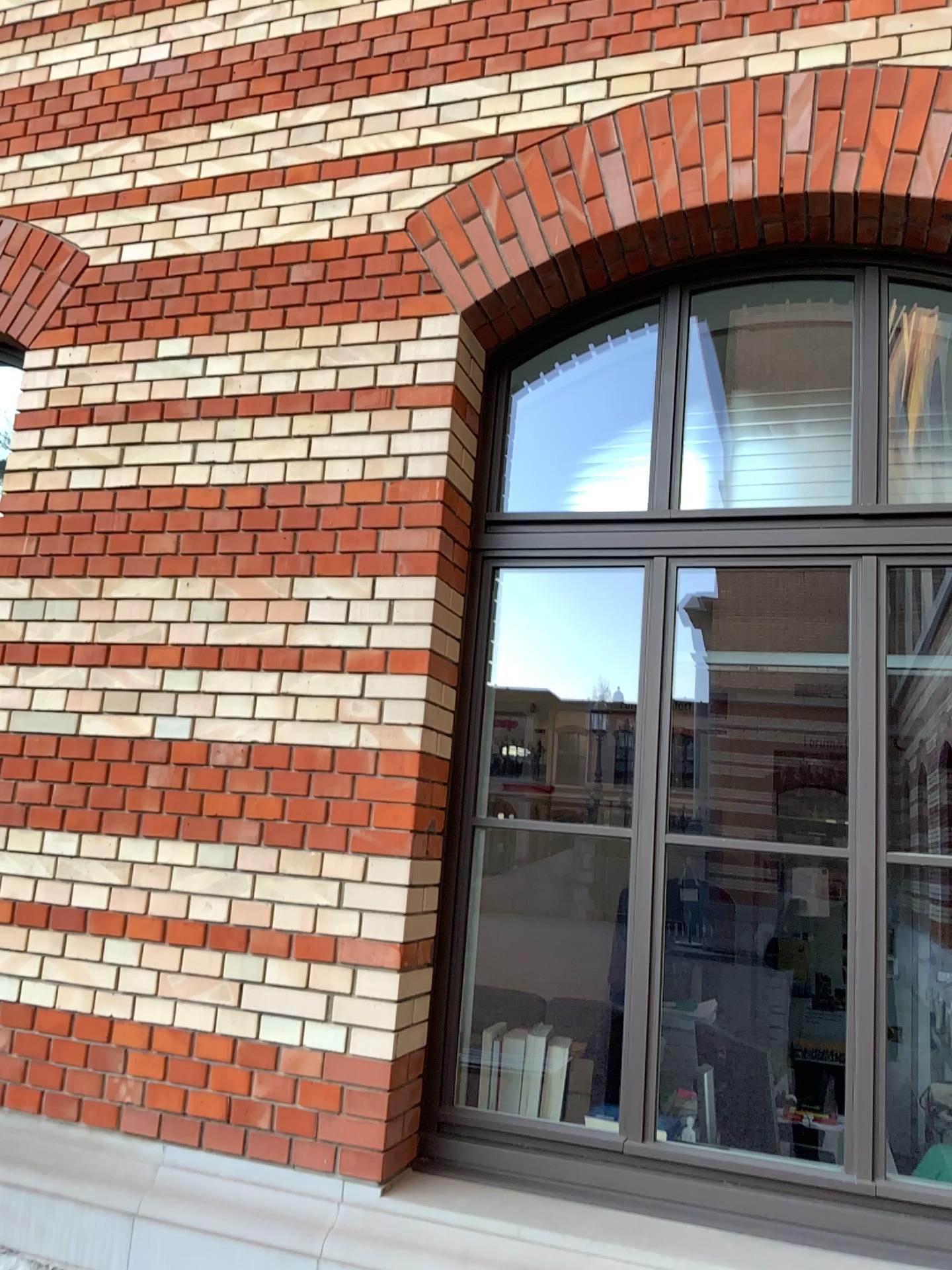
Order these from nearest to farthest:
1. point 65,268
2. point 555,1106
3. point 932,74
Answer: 1. point 932,74
2. point 555,1106
3. point 65,268

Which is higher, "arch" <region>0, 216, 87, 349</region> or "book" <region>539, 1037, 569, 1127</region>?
"arch" <region>0, 216, 87, 349</region>

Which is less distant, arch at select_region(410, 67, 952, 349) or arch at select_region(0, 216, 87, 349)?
arch at select_region(410, 67, 952, 349)

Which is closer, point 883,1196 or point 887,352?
point 883,1196

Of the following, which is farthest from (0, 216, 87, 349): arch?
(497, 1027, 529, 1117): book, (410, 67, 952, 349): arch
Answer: (497, 1027, 529, 1117): book

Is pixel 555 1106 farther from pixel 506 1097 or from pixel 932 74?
pixel 932 74

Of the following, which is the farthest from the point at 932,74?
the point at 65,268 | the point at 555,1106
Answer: the point at 555,1106

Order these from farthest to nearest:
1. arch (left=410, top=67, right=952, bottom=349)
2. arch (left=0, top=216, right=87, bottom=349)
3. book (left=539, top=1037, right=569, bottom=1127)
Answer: arch (left=0, top=216, right=87, bottom=349) < book (left=539, top=1037, right=569, bottom=1127) < arch (left=410, top=67, right=952, bottom=349)

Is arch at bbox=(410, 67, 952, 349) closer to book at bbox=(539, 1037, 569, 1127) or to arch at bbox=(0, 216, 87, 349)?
arch at bbox=(0, 216, 87, 349)

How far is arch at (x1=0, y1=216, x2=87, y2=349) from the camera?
3.6 meters
